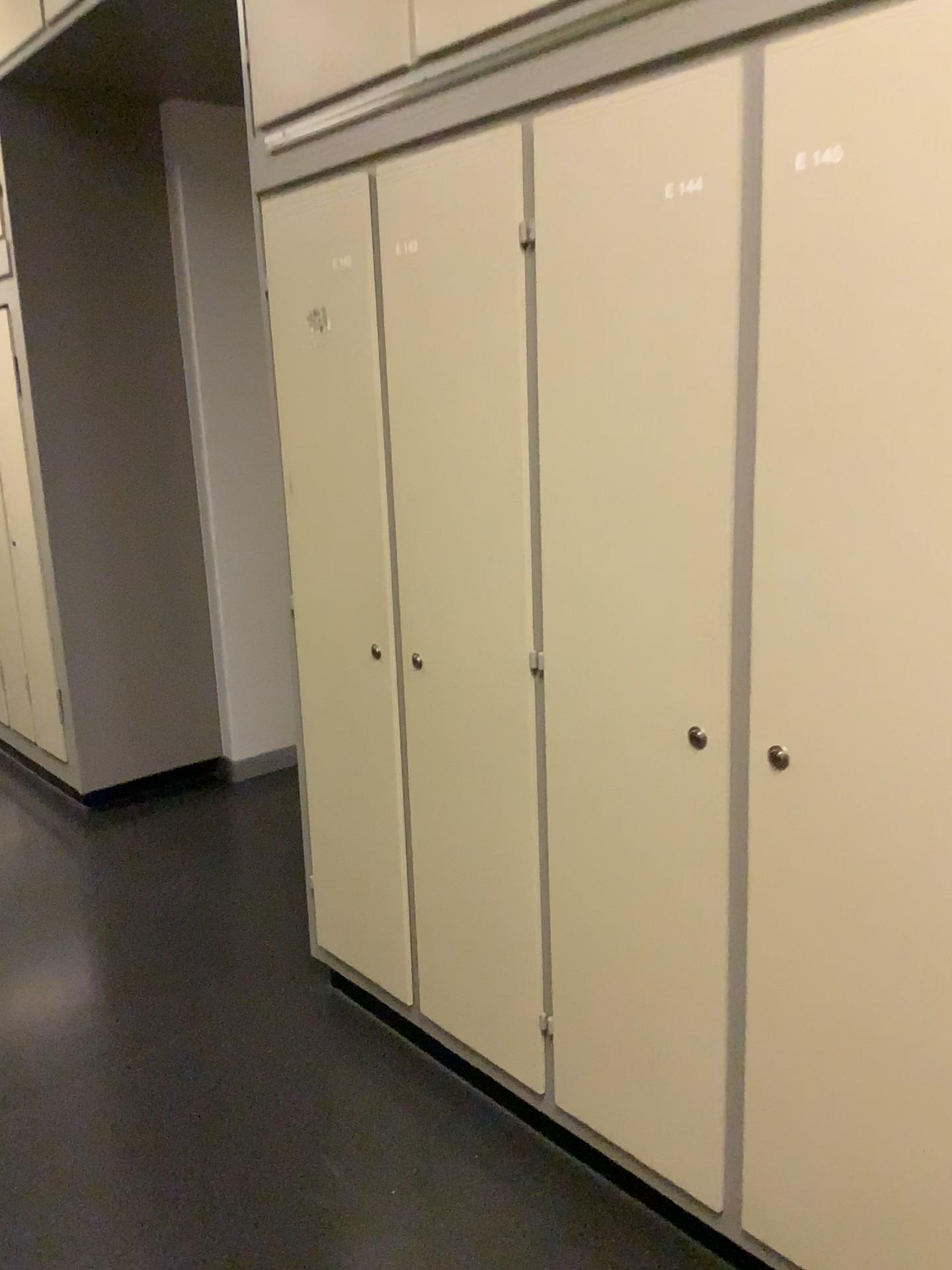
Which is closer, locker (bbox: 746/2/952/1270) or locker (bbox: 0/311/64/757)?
locker (bbox: 746/2/952/1270)

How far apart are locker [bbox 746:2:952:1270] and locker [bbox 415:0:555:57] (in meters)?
0.48

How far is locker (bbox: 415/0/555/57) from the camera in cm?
Result: 162

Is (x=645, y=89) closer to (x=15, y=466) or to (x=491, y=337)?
(x=491, y=337)

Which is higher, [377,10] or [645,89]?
[377,10]

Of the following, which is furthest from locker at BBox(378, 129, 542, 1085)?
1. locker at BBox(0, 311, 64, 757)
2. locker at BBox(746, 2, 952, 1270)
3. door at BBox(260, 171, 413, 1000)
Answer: locker at BBox(0, 311, 64, 757)

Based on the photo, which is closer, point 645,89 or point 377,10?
point 645,89

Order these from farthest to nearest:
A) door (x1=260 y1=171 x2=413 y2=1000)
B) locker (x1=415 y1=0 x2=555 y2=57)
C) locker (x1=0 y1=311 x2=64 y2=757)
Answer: locker (x1=0 y1=311 x2=64 y2=757) < door (x1=260 y1=171 x2=413 y2=1000) < locker (x1=415 y1=0 x2=555 y2=57)

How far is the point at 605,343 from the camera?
1.55m

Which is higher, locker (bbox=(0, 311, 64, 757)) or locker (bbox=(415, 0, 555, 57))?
locker (bbox=(415, 0, 555, 57))
